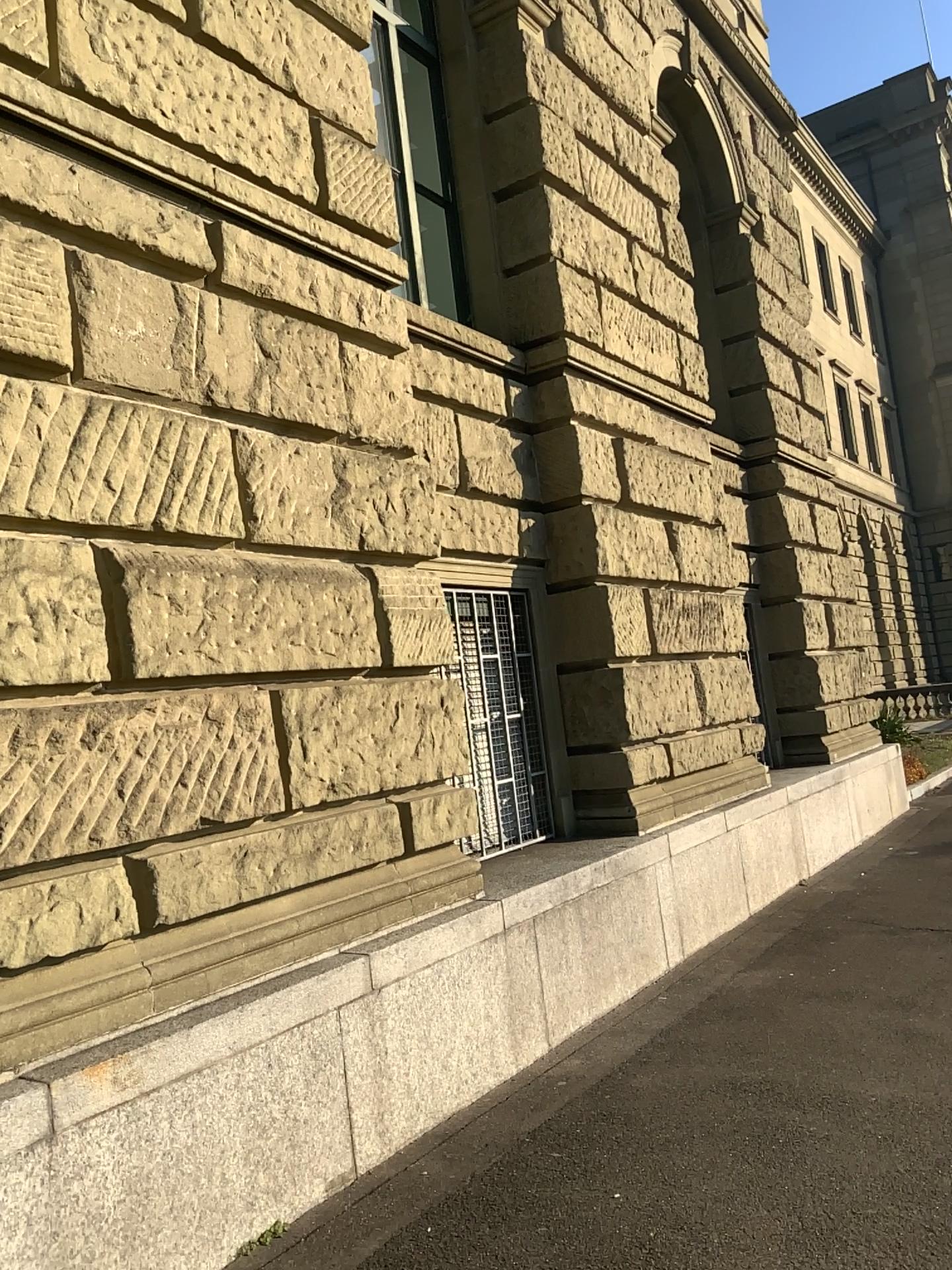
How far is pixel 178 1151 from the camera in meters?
3.0
